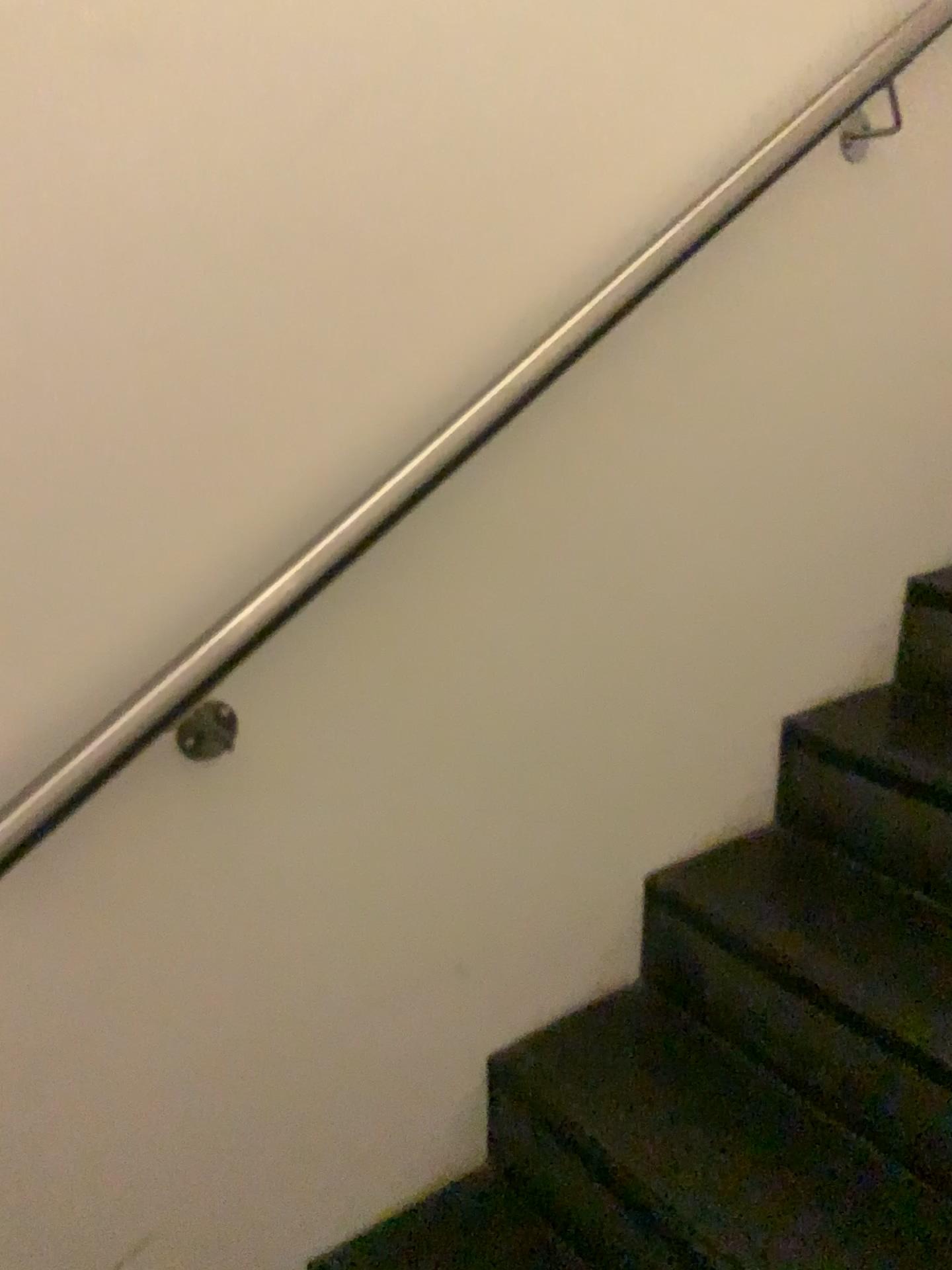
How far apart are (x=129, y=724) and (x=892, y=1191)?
1.0 meters

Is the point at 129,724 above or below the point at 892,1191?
above

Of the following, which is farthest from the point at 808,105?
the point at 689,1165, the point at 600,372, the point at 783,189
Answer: the point at 689,1165

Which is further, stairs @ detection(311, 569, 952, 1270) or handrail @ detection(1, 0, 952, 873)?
stairs @ detection(311, 569, 952, 1270)

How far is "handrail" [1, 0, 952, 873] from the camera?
0.9m

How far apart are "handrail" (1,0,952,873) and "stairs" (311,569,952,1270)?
0.7 meters

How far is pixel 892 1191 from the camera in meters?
1.2 m

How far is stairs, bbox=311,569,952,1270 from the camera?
1.2m
